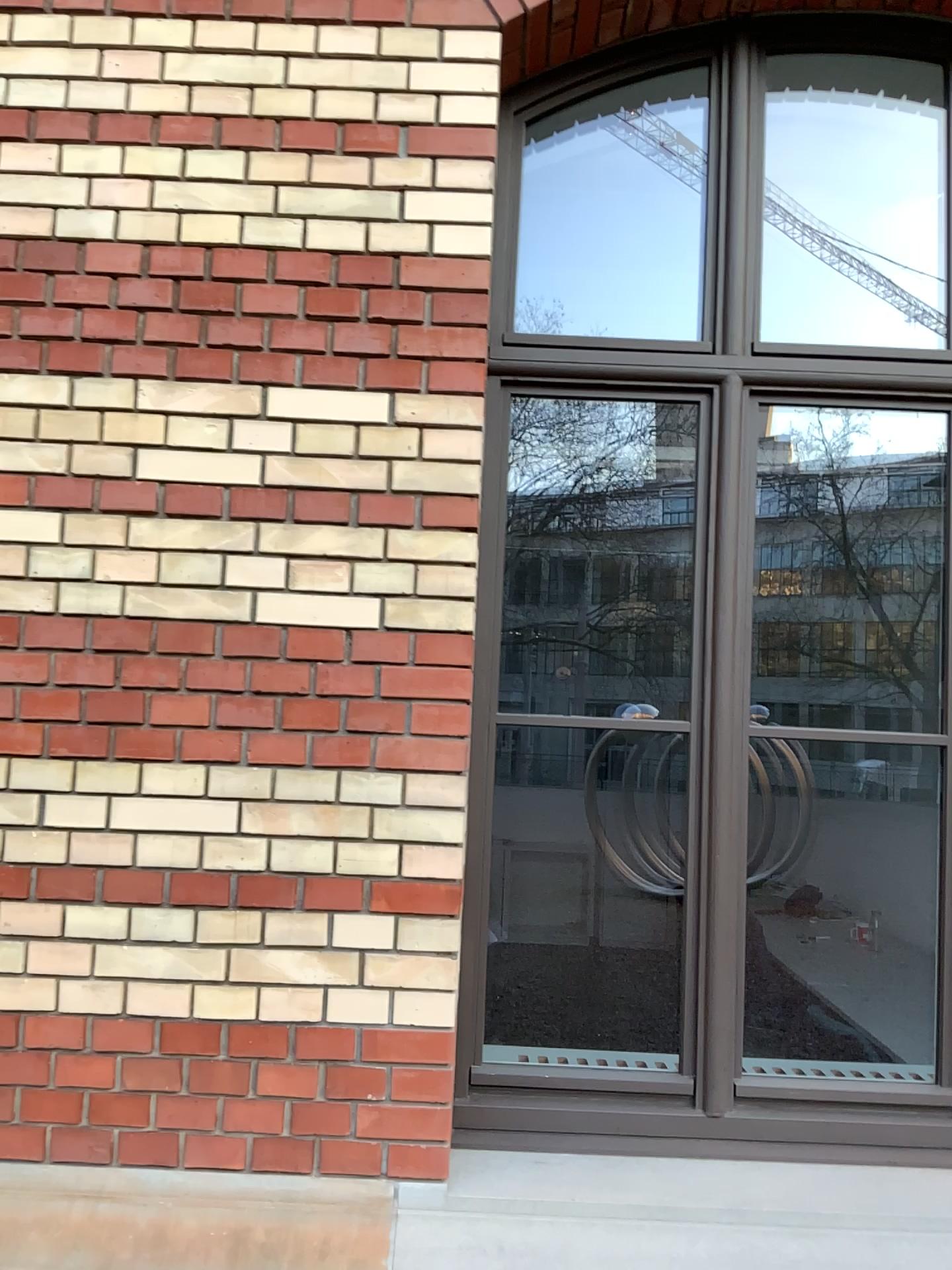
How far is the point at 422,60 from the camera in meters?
2.2
